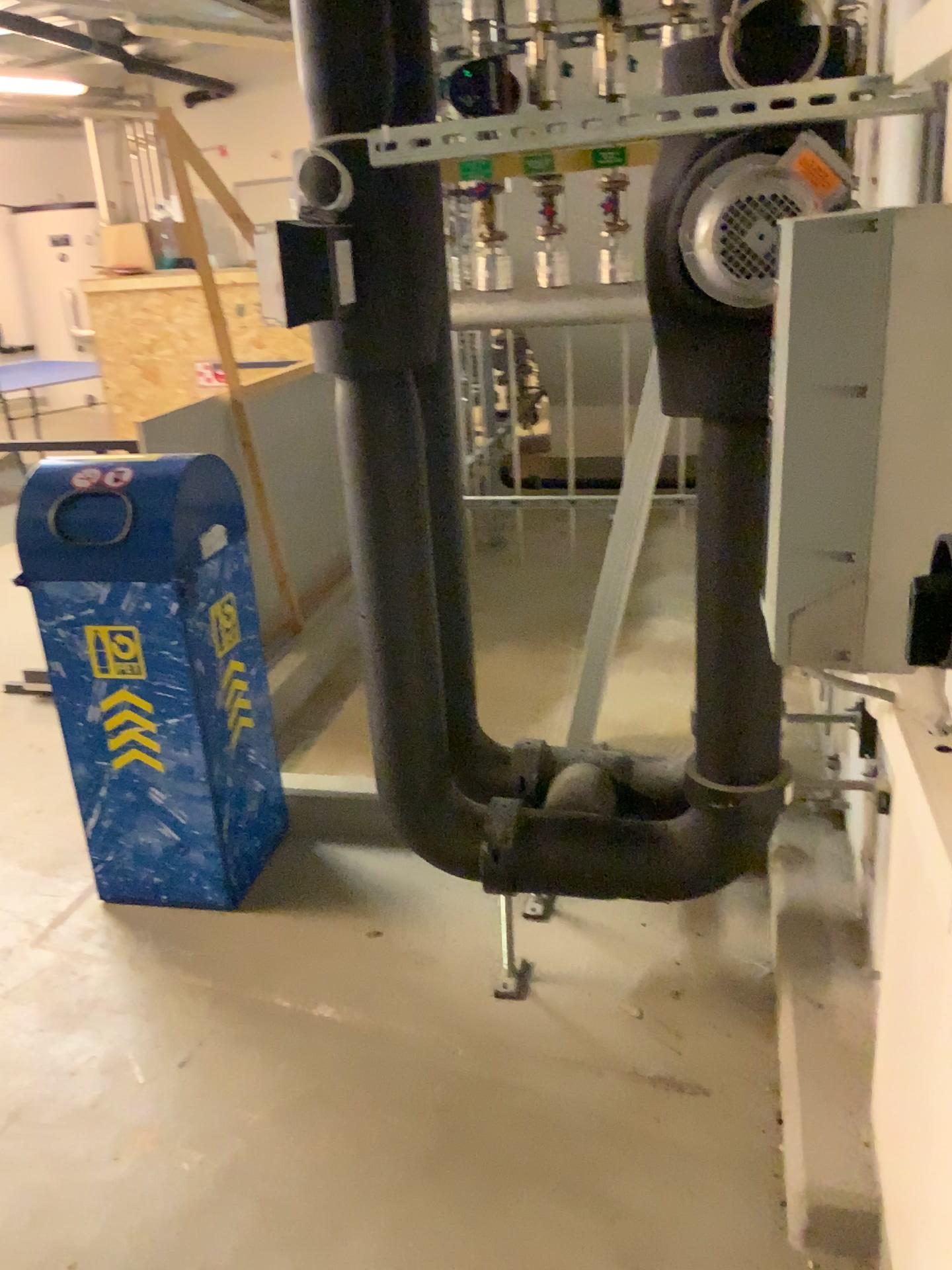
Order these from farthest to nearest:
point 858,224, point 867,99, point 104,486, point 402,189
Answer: point 104,486, point 402,189, point 867,99, point 858,224

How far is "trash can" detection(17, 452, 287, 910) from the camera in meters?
2.3

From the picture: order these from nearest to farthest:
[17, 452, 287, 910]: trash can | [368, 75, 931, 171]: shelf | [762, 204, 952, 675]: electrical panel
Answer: [762, 204, 952, 675]: electrical panel → [368, 75, 931, 171]: shelf → [17, 452, 287, 910]: trash can

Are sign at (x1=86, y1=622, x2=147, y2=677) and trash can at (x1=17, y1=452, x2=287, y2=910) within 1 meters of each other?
yes

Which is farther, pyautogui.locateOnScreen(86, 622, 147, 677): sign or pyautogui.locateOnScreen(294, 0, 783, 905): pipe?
pyautogui.locateOnScreen(86, 622, 147, 677): sign

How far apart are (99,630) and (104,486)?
0.32m

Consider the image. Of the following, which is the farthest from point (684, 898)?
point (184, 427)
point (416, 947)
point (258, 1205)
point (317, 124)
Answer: point (184, 427)

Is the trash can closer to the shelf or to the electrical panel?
the shelf

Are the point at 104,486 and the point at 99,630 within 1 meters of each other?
yes

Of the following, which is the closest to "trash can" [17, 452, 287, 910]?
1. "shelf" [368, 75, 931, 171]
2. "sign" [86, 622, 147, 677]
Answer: "sign" [86, 622, 147, 677]
